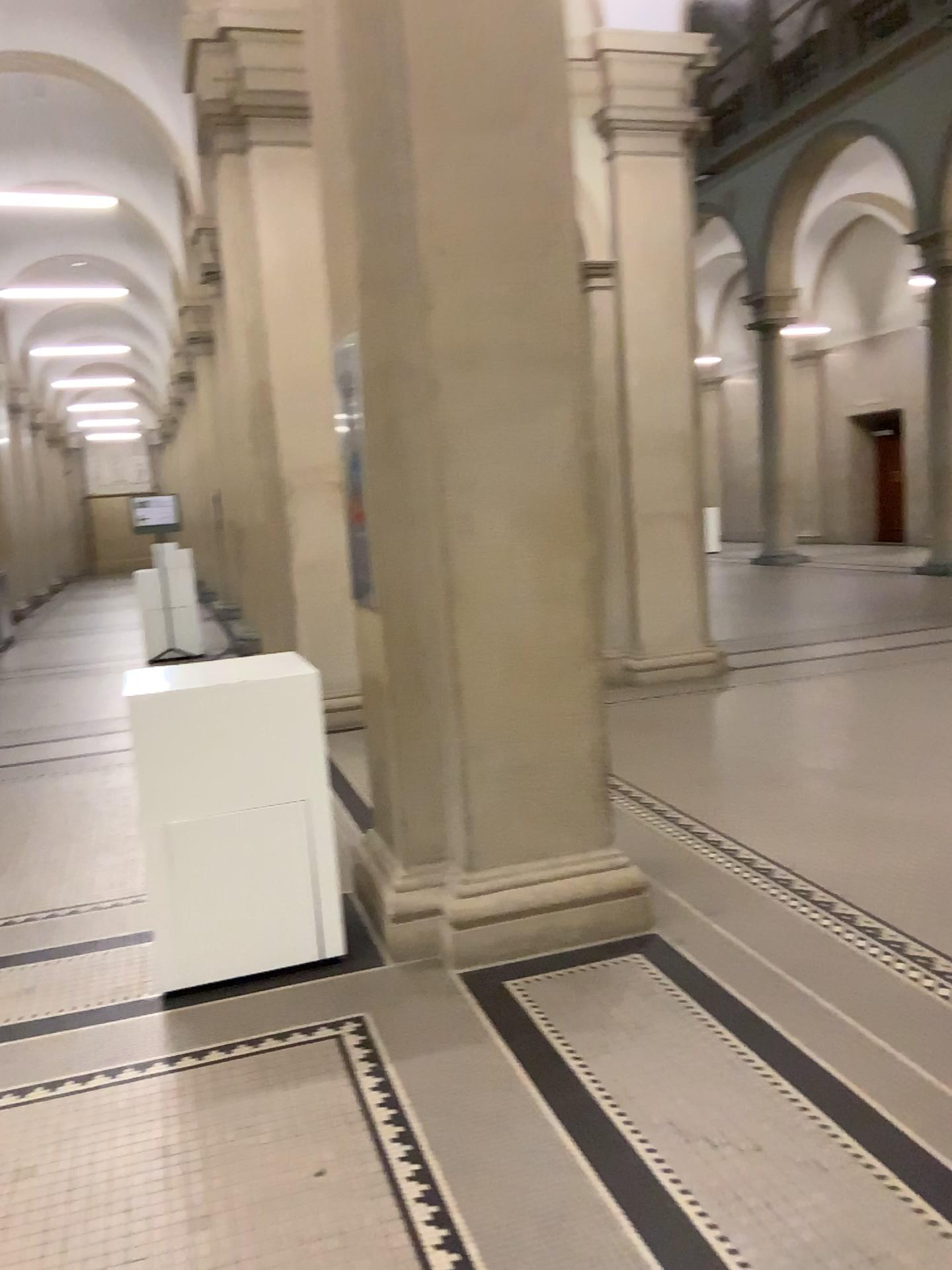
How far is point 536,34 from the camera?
3.3 meters

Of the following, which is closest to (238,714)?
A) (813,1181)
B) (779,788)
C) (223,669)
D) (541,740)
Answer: (223,669)

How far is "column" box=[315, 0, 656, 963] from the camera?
3.3m
